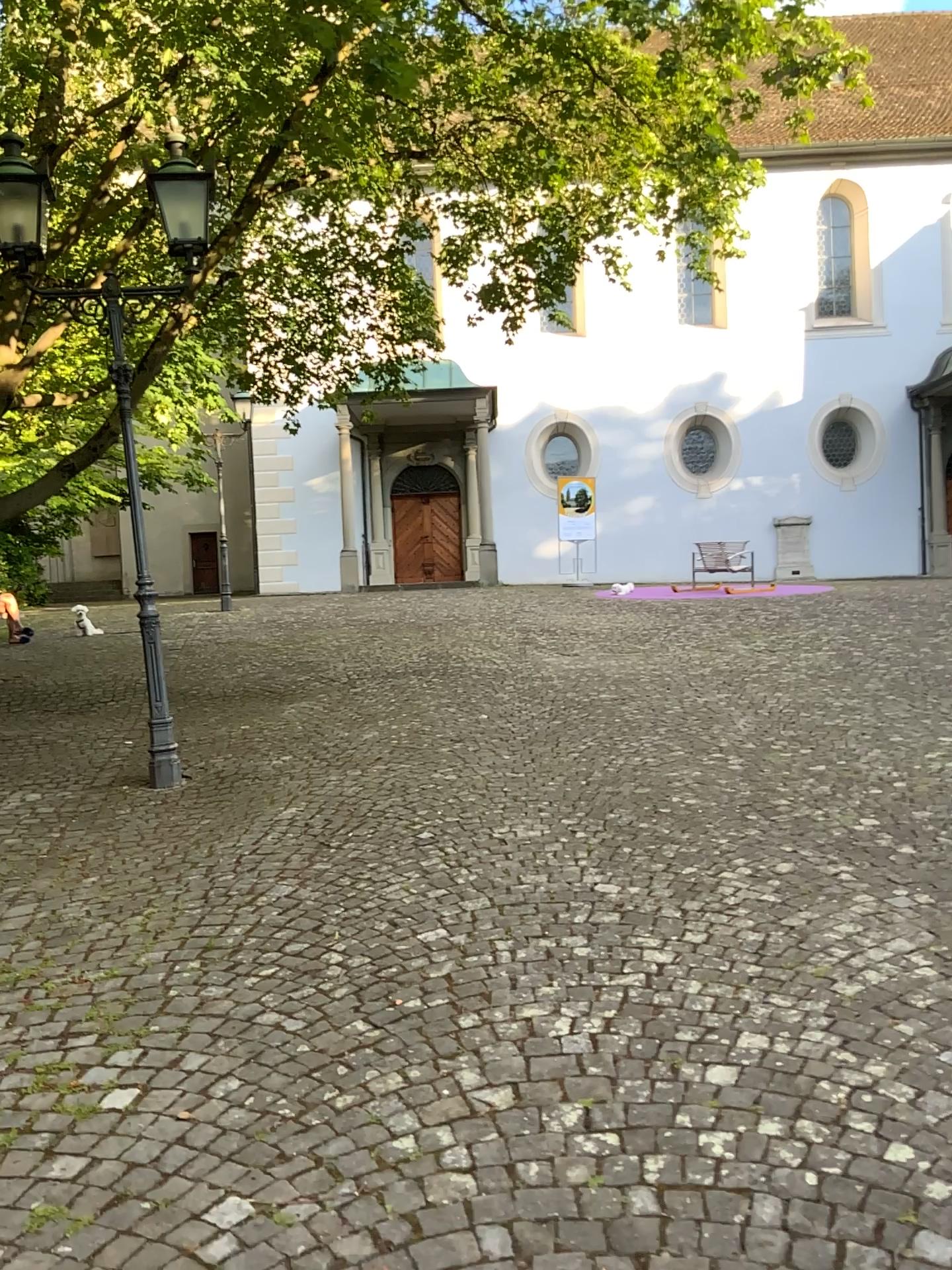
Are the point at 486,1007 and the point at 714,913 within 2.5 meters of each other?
yes
